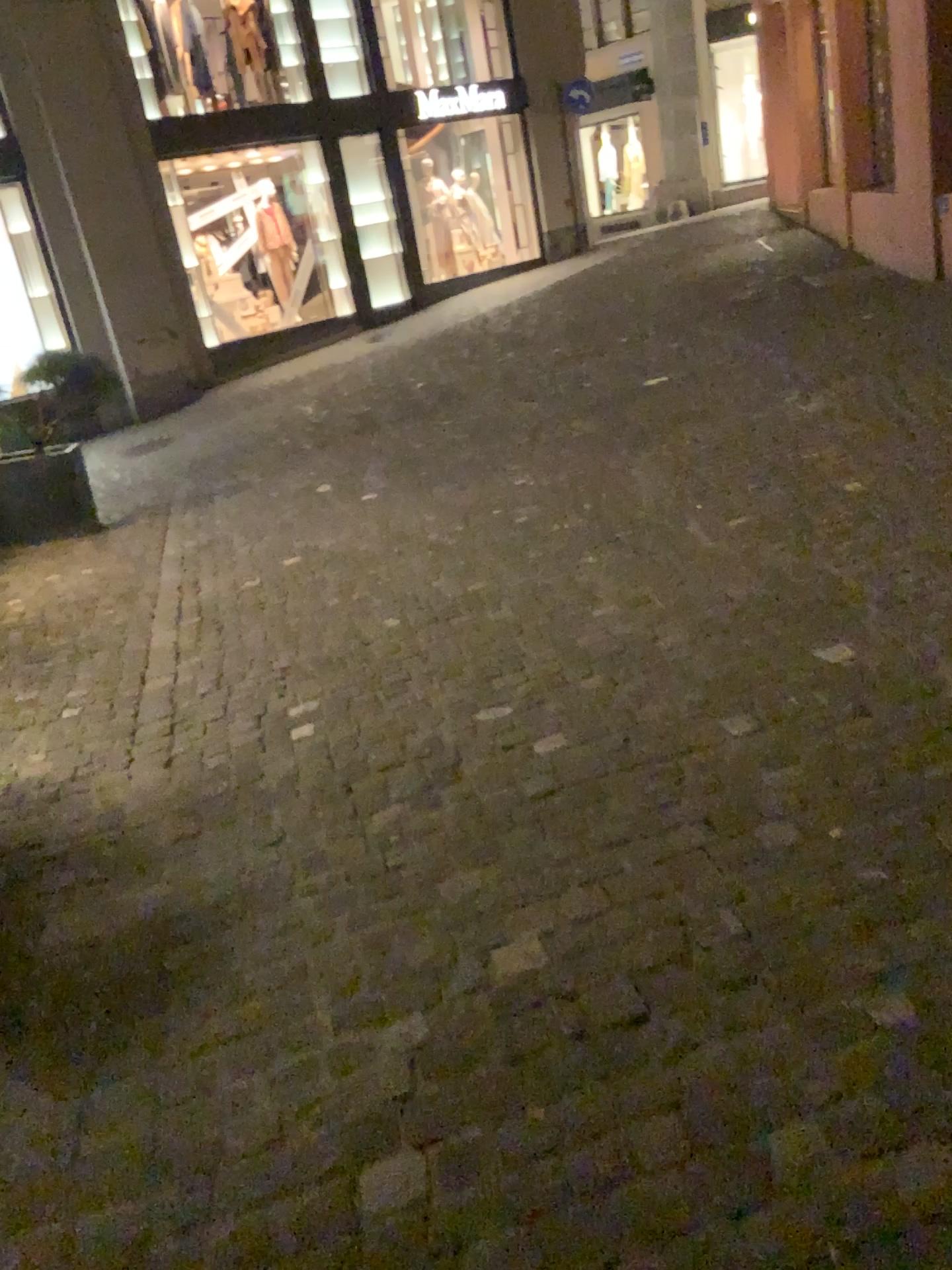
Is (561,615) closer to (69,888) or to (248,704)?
(248,704)
